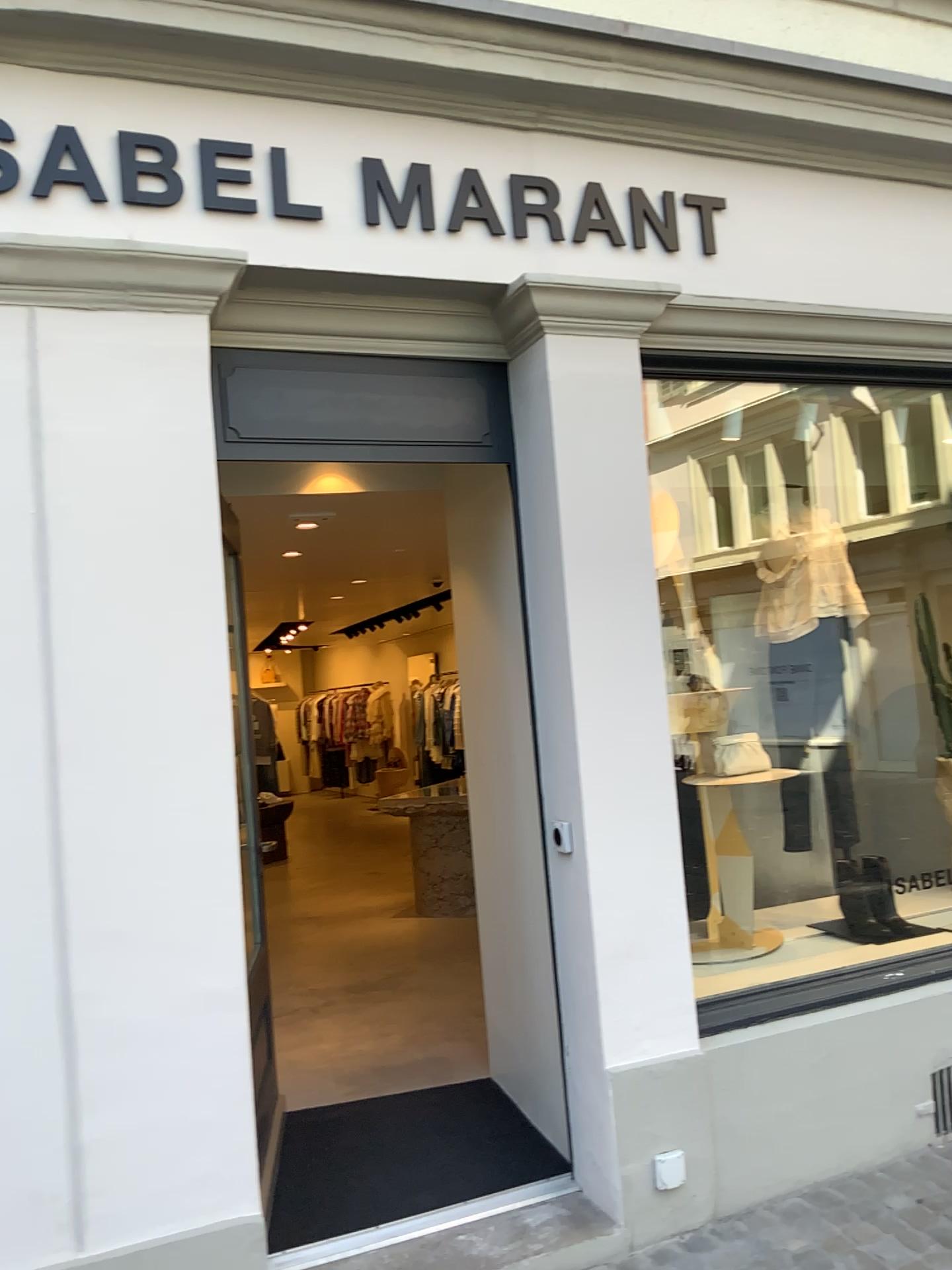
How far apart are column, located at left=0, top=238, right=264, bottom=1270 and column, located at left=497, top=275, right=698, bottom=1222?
0.8m

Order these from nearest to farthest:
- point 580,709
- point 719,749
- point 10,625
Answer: point 10,625
point 580,709
point 719,749

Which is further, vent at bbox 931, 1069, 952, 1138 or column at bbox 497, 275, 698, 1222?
vent at bbox 931, 1069, 952, 1138

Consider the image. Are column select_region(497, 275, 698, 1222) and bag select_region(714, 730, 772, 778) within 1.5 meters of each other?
yes

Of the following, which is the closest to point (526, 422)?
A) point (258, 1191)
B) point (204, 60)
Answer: point (204, 60)

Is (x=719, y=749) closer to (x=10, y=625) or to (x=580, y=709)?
(x=580, y=709)

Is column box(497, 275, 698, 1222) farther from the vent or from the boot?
the boot

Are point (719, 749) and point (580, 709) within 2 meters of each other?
yes

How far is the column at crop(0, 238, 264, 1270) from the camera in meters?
2.4 m

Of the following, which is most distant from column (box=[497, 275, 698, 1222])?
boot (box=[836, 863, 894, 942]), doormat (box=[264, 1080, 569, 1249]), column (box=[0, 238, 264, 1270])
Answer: boot (box=[836, 863, 894, 942])
